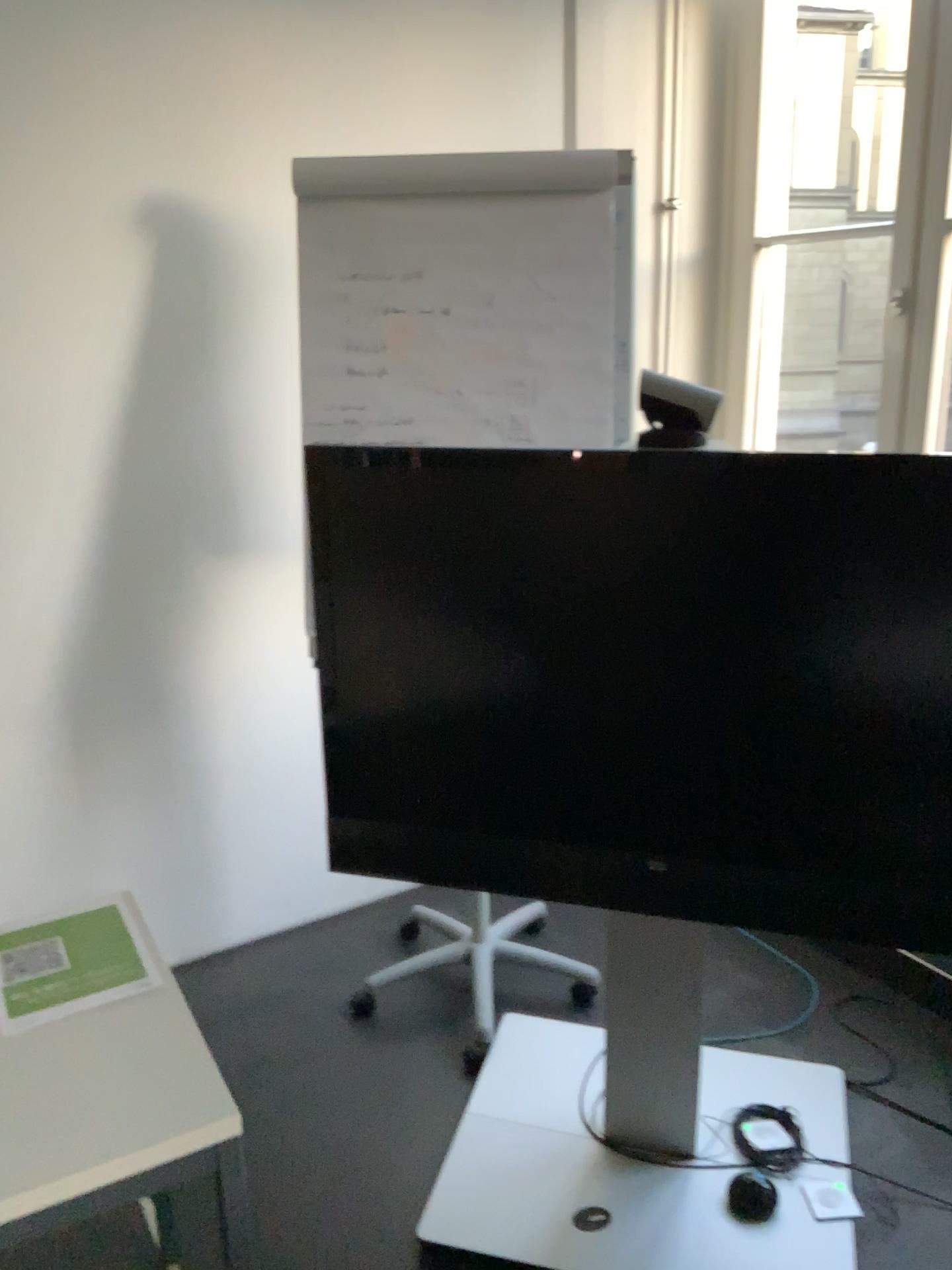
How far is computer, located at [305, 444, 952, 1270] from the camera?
1.7m

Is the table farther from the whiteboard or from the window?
the window

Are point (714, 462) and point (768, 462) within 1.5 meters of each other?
yes

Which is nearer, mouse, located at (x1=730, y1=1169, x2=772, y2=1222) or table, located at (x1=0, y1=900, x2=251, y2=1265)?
table, located at (x1=0, y1=900, x2=251, y2=1265)

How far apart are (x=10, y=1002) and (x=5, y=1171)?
0.3m

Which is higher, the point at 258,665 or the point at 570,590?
the point at 570,590

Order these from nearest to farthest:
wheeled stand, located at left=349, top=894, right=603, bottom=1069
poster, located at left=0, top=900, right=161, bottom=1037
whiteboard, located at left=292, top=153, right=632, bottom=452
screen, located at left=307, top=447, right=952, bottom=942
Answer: poster, located at left=0, top=900, right=161, bottom=1037
screen, located at left=307, top=447, right=952, bottom=942
whiteboard, located at left=292, top=153, right=632, bottom=452
wheeled stand, located at left=349, top=894, right=603, bottom=1069

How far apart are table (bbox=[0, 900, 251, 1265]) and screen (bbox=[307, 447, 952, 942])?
0.6m

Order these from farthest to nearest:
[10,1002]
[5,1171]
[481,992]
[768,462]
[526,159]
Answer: [481,992], [526,159], [768,462], [10,1002], [5,1171]

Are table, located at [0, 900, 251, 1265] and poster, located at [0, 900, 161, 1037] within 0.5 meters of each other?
yes
